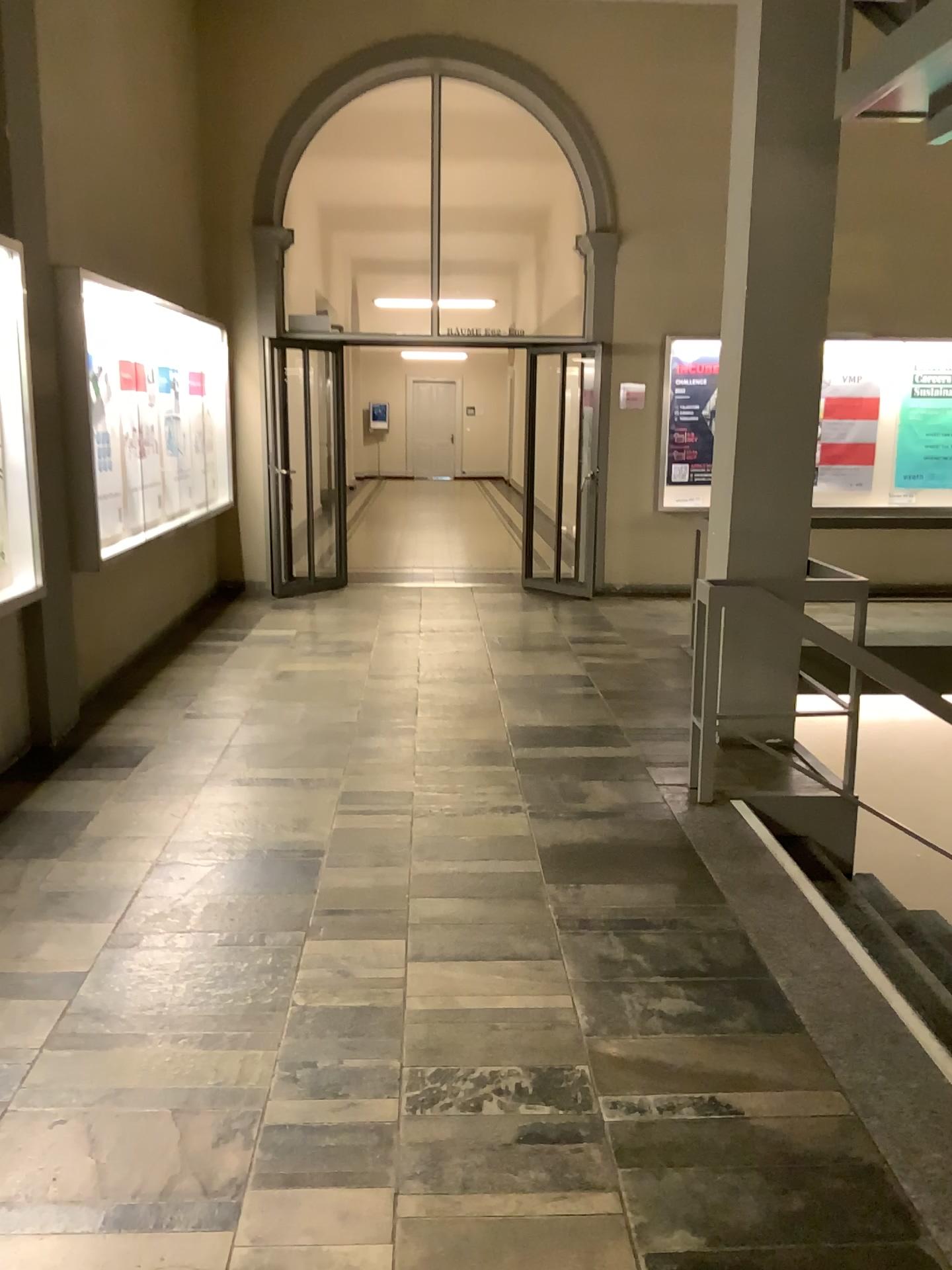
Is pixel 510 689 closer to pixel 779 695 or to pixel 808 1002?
pixel 779 695
